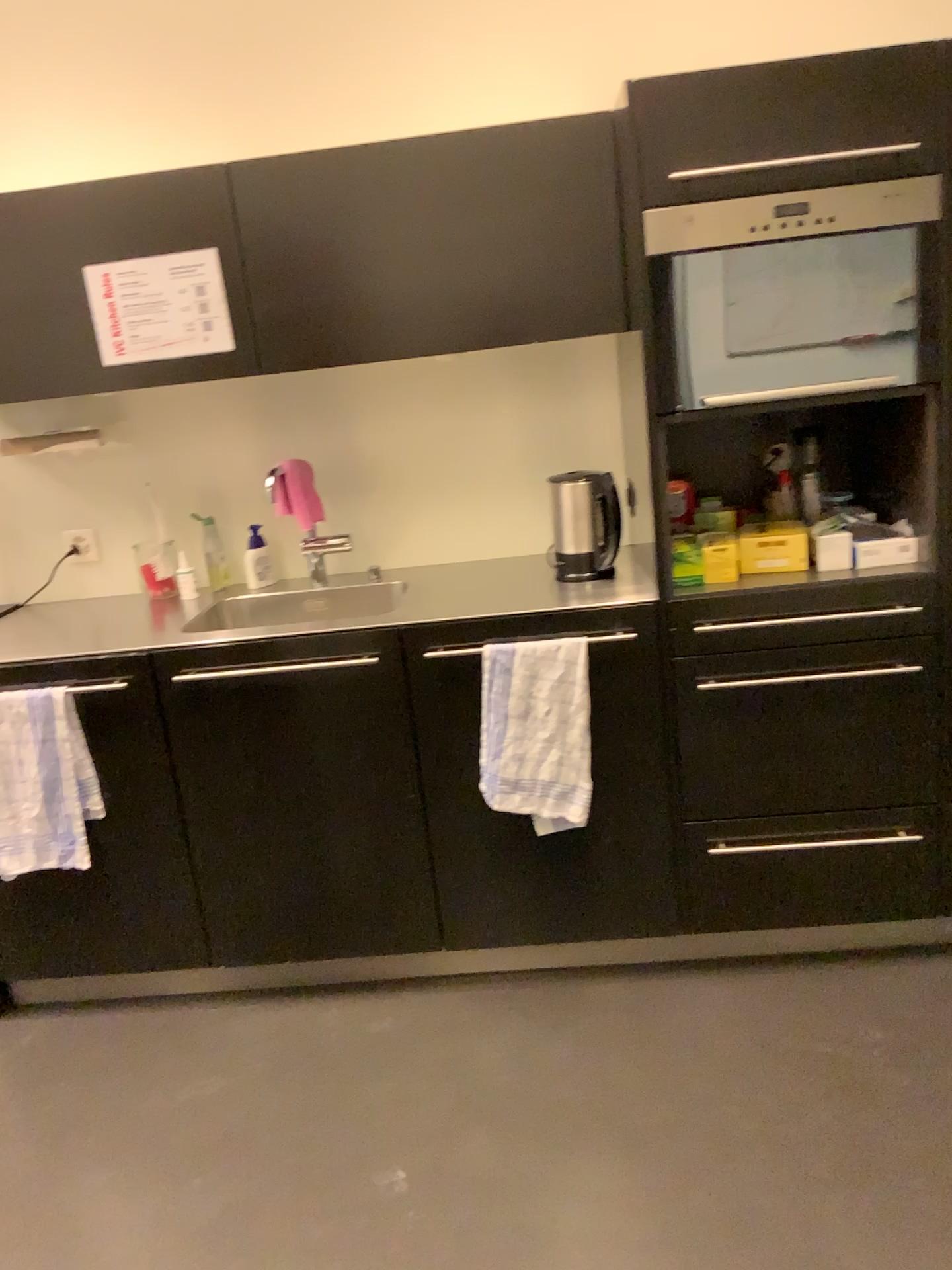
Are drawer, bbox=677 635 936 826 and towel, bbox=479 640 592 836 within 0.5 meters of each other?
yes

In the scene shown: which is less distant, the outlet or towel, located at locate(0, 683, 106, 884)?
towel, located at locate(0, 683, 106, 884)

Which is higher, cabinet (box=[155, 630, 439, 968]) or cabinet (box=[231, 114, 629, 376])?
cabinet (box=[231, 114, 629, 376])

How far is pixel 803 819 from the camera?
2.30m

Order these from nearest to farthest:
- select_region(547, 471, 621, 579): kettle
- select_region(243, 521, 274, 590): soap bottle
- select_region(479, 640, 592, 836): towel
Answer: select_region(479, 640, 592, 836): towel
select_region(547, 471, 621, 579): kettle
select_region(243, 521, 274, 590): soap bottle

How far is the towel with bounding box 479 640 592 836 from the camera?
2.2m

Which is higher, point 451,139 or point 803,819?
point 451,139

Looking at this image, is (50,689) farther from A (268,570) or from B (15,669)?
A (268,570)

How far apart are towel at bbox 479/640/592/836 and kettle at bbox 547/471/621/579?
0.3m

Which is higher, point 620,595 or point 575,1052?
point 620,595
